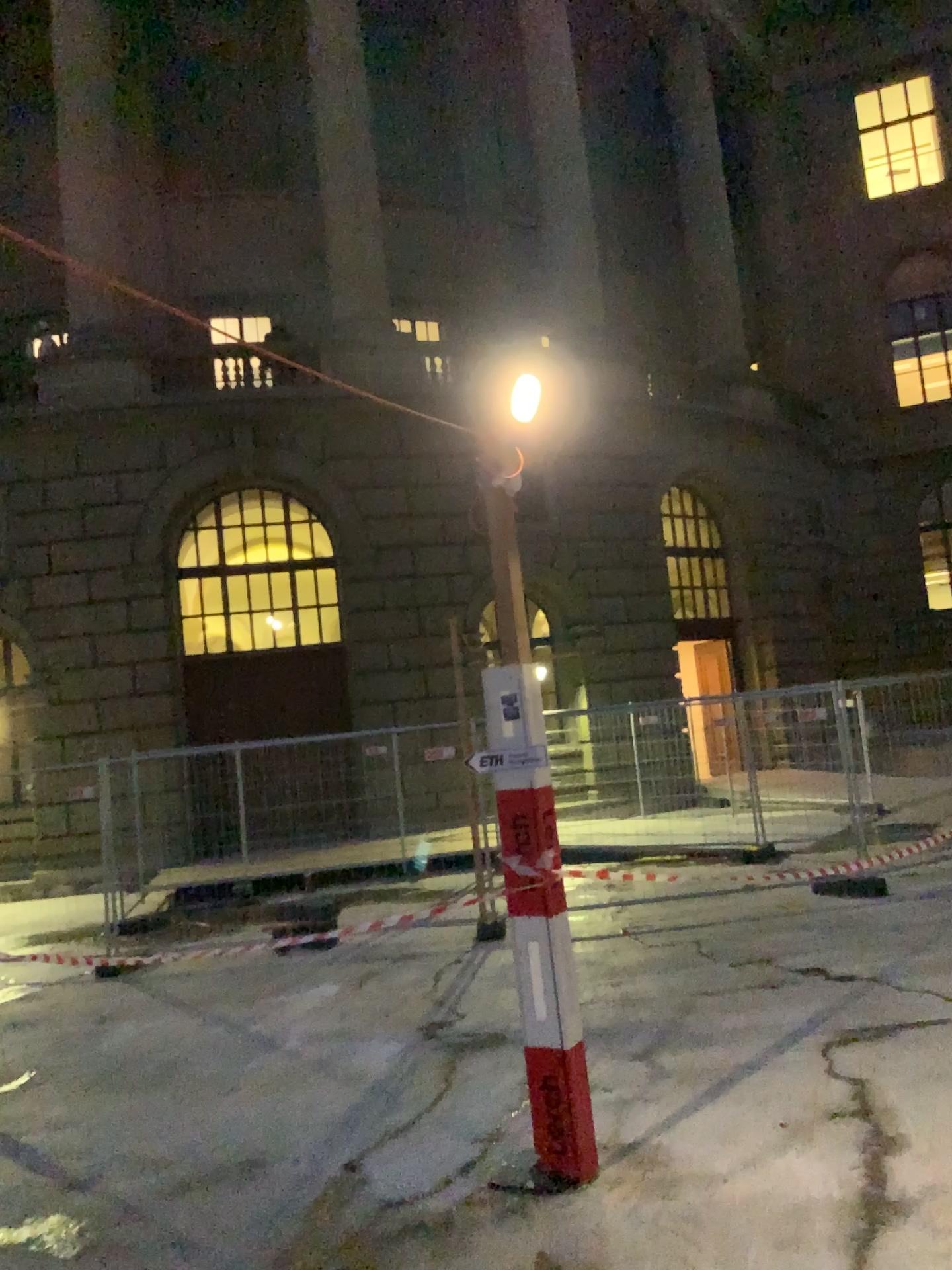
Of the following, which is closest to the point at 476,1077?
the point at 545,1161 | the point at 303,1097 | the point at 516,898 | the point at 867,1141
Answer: the point at 303,1097
